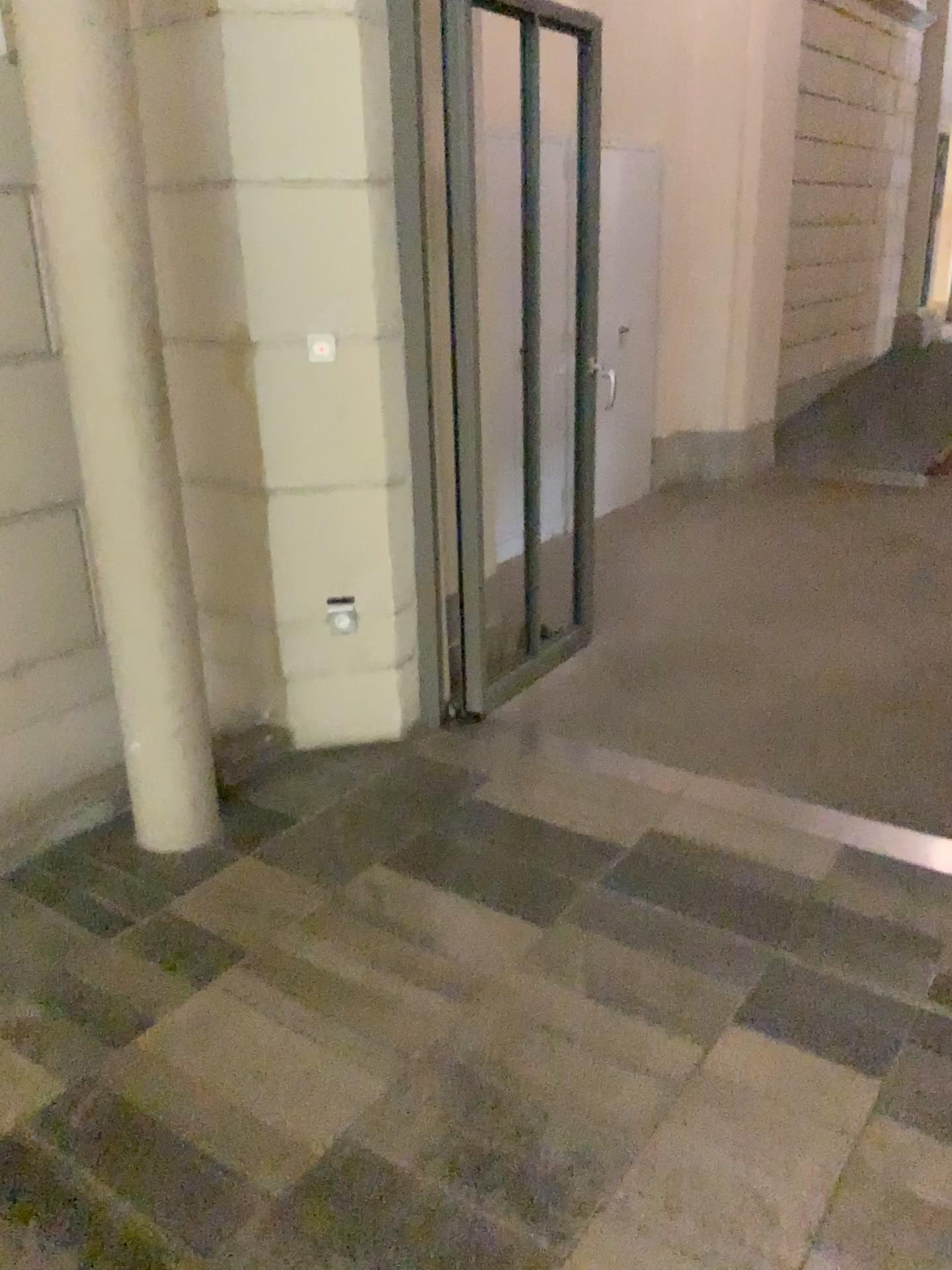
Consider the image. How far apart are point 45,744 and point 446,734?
1.19m
